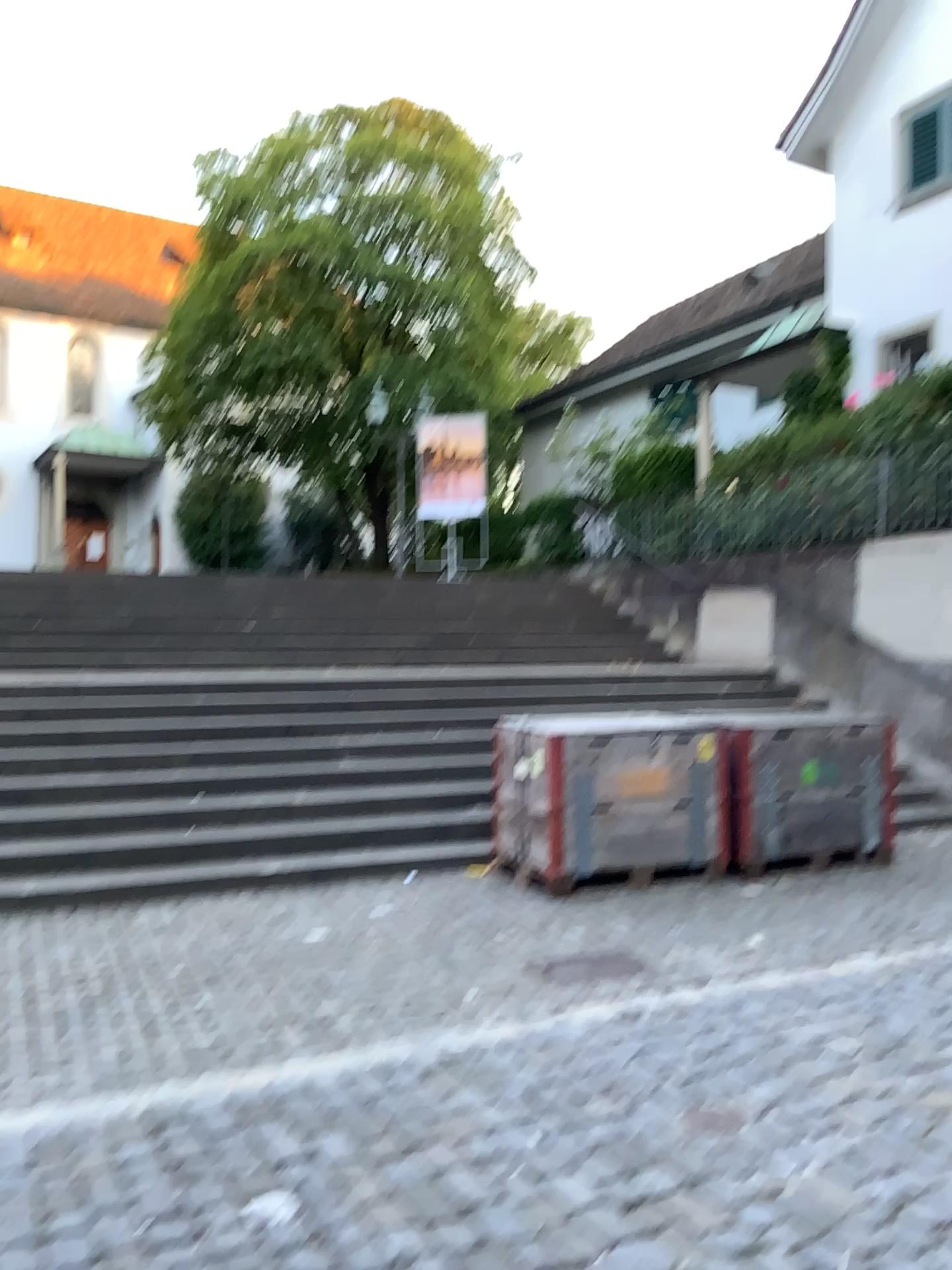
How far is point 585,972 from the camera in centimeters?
467cm

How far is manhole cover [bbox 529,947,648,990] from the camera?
4.7m

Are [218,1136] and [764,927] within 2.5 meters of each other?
no
